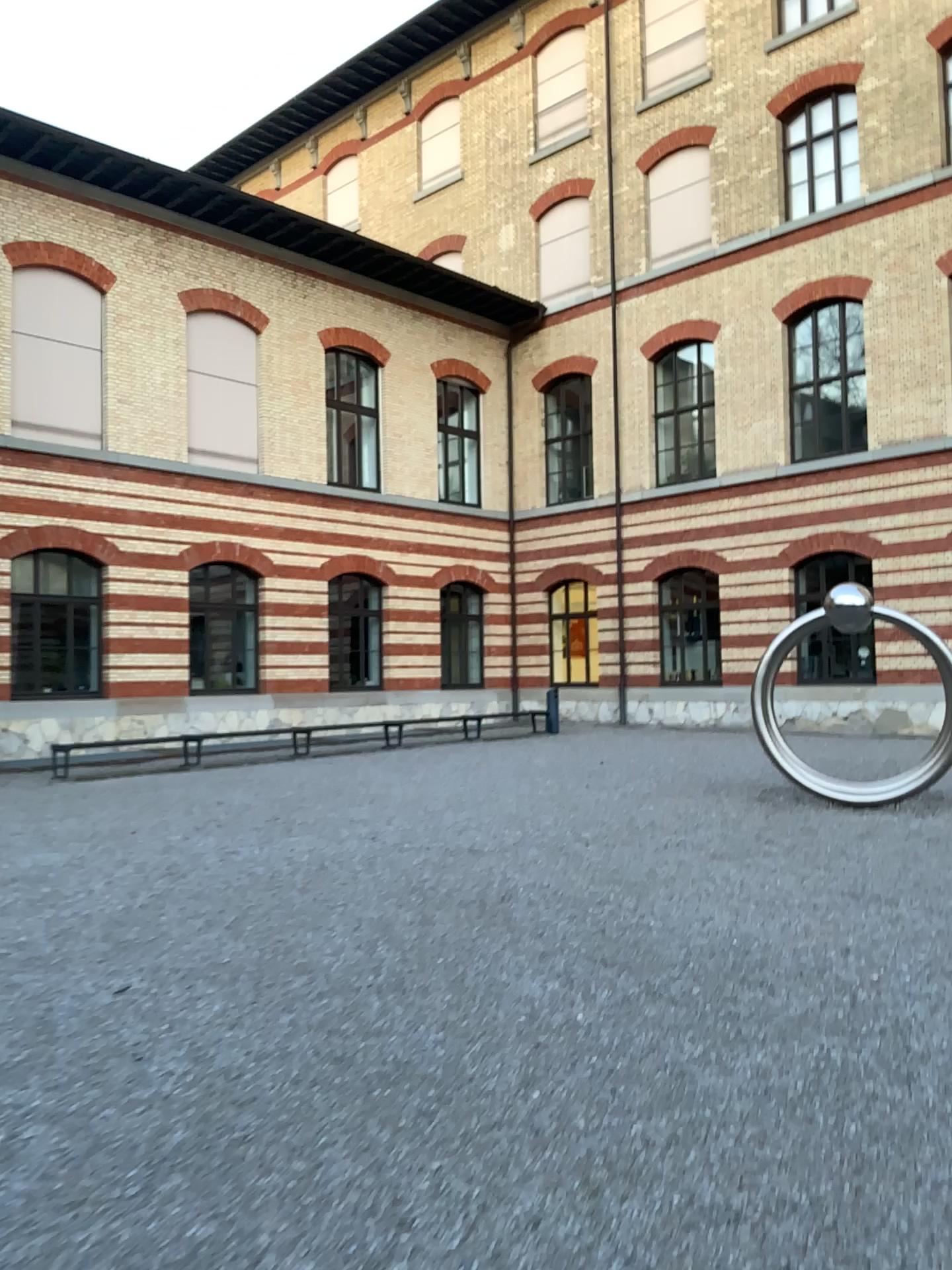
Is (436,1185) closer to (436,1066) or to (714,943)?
(436,1066)
